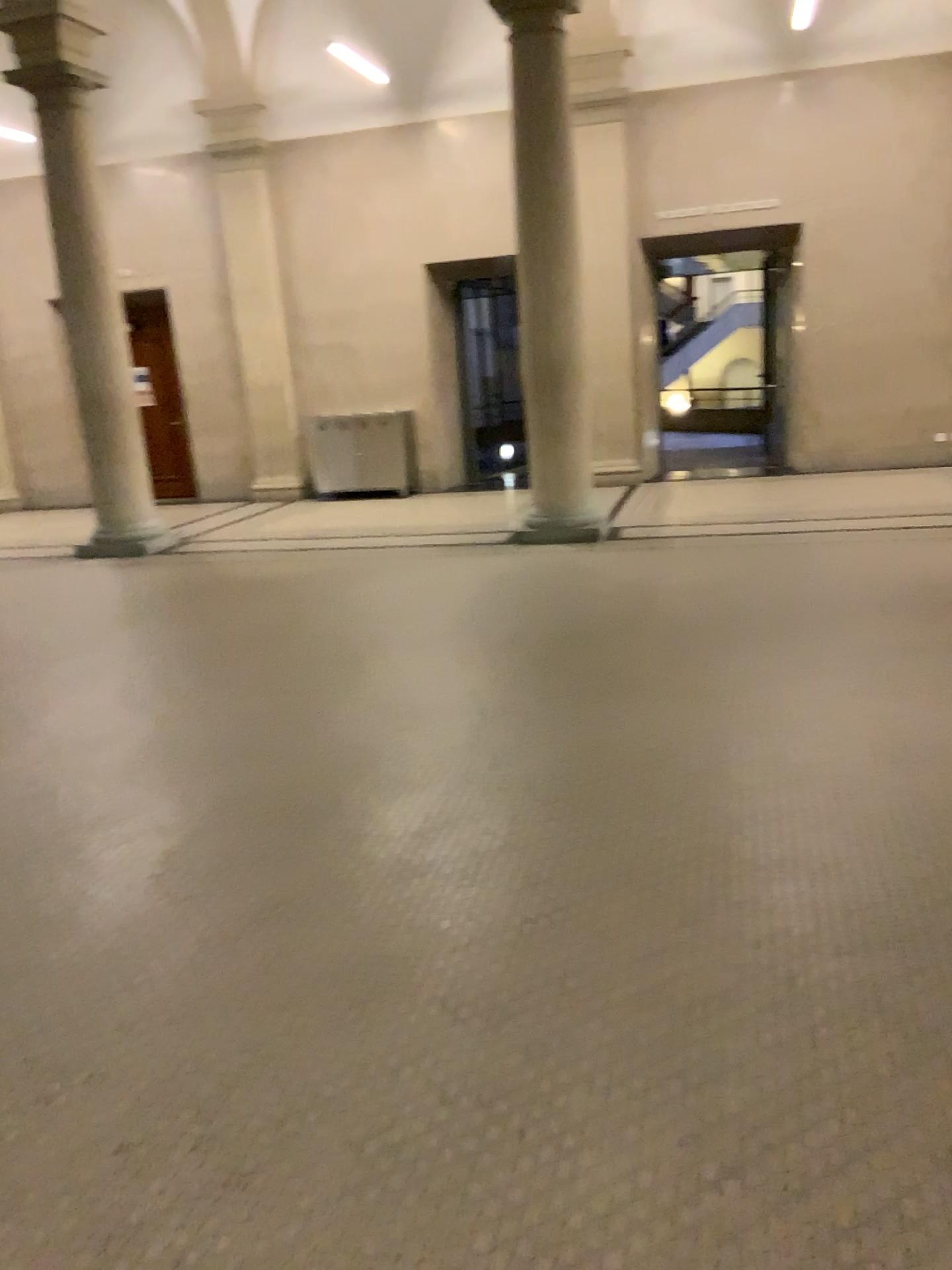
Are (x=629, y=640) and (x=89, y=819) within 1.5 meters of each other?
no
